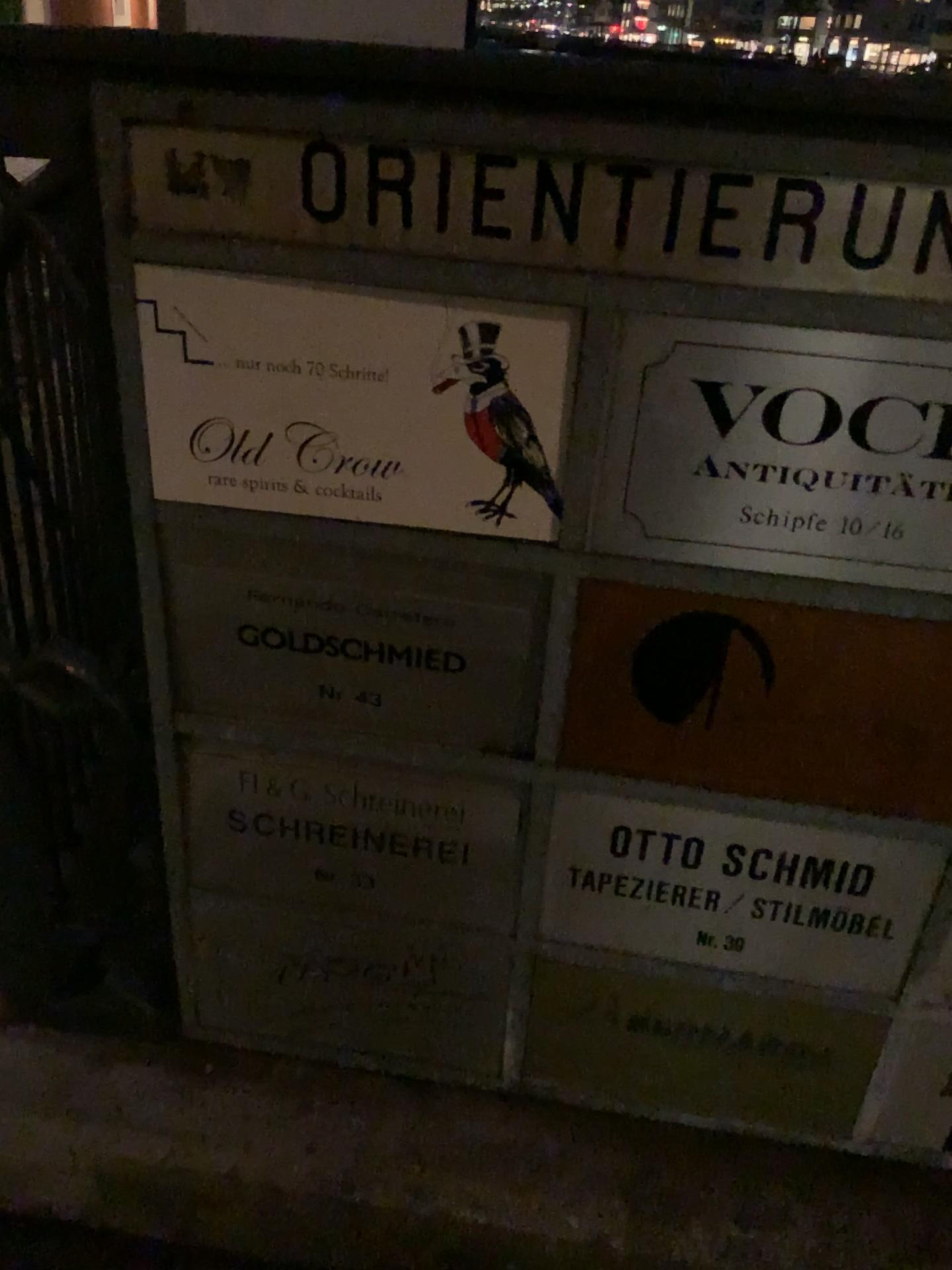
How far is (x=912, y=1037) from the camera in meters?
1.0 m

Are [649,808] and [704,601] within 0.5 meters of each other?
yes

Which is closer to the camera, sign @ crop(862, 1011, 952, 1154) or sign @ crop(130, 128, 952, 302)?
sign @ crop(130, 128, 952, 302)

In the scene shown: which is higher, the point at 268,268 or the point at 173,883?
the point at 268,268

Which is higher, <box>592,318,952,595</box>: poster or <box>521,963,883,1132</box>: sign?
<box>592,318,952,595</box>: poster

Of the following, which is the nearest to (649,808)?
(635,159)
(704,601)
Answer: (704,601)

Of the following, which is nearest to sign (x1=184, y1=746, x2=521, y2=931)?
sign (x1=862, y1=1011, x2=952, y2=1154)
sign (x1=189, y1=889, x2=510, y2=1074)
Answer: sign (x1=189, y1=889, x2=510, y2=1074)

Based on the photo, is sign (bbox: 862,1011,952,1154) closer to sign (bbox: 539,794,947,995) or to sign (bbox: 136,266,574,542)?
sign (bbox: 539,794,947,995)

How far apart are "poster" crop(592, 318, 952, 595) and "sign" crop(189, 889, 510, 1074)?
0.4m

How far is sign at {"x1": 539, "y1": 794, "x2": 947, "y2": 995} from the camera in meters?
0.9 m
